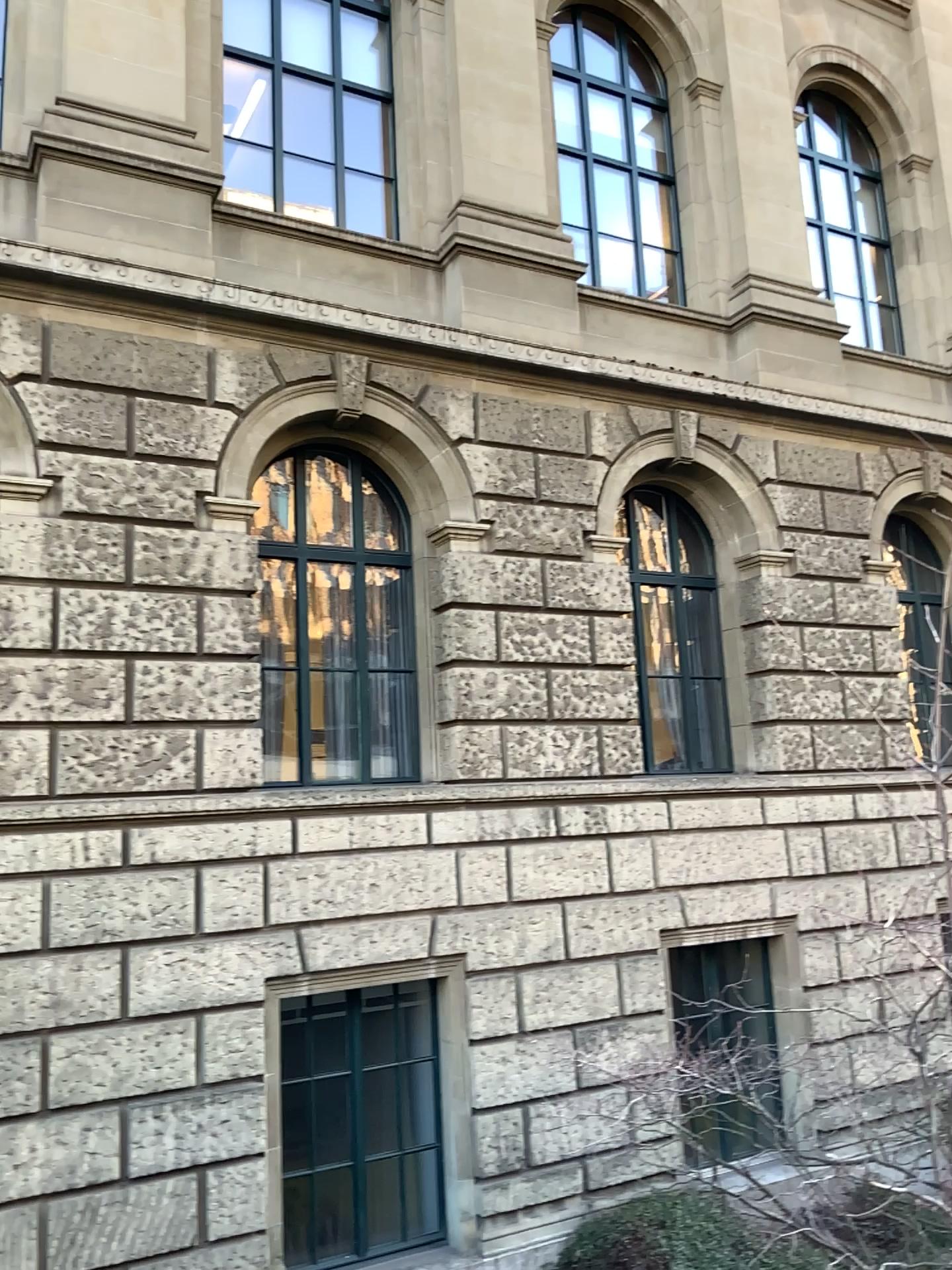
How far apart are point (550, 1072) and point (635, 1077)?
1.3 meters
